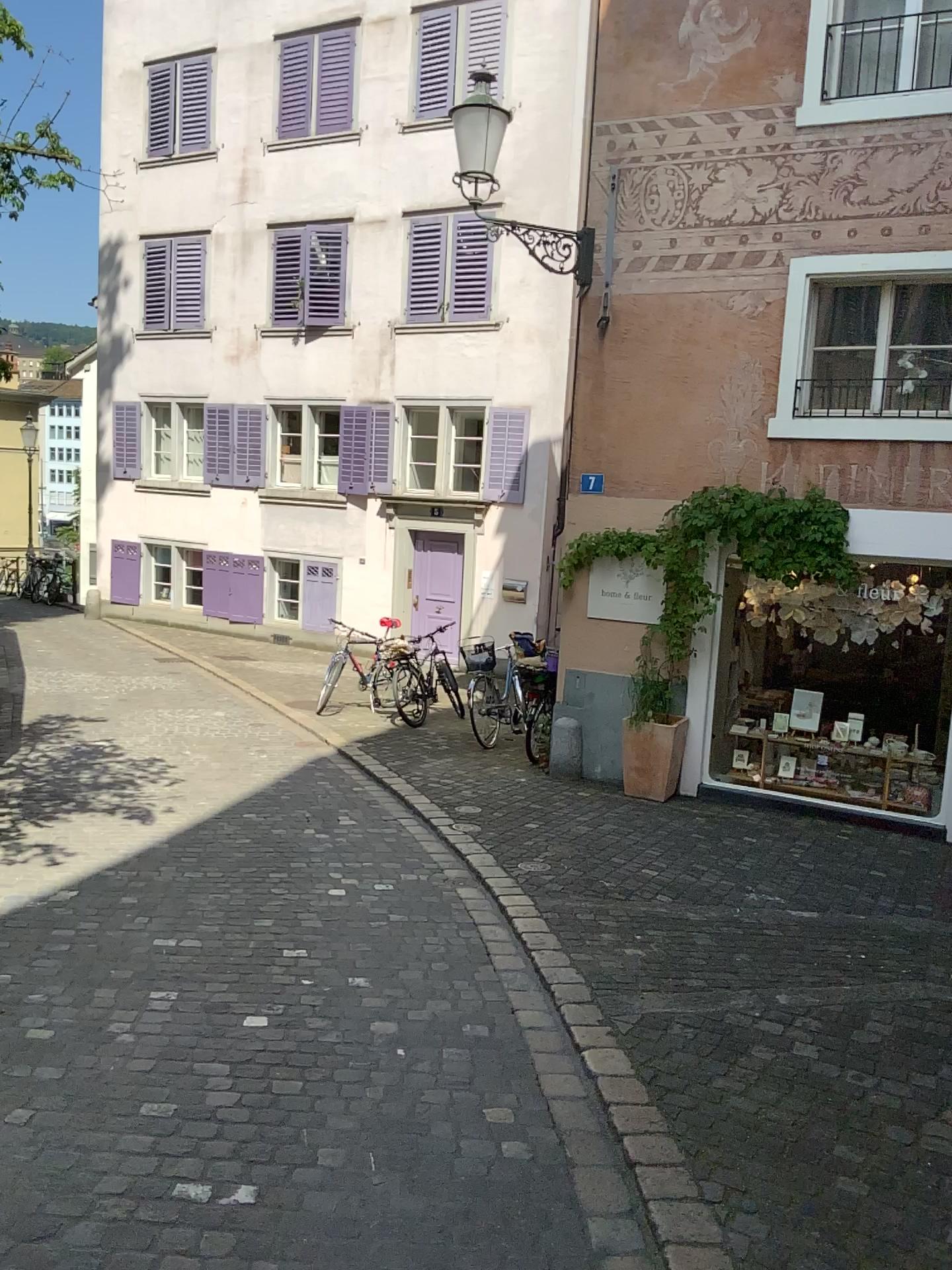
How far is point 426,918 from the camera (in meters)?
4.98
